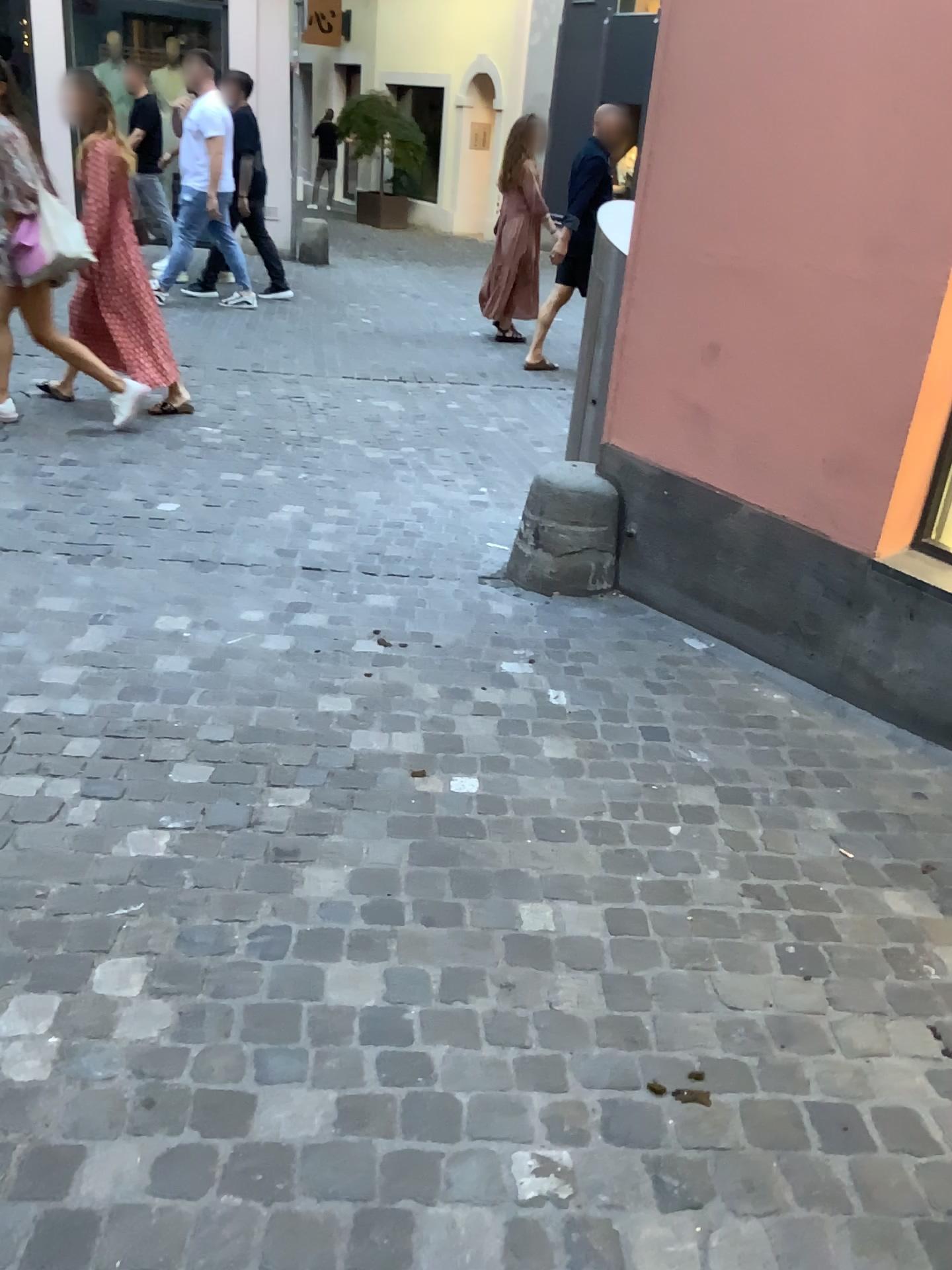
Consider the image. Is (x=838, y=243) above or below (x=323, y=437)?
above
